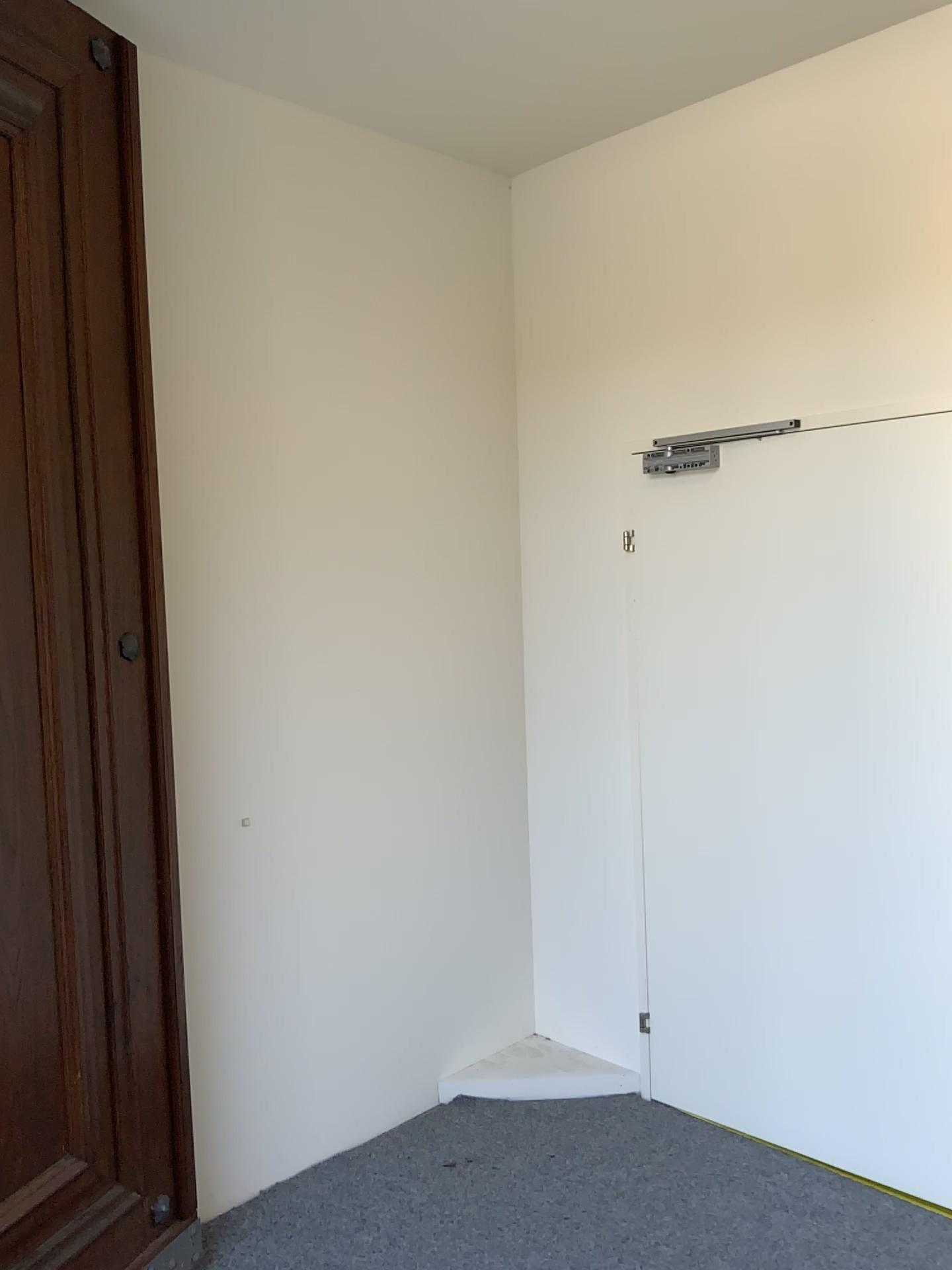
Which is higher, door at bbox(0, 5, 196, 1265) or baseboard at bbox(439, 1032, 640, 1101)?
door at bbox(0, 5, 196, 1265)

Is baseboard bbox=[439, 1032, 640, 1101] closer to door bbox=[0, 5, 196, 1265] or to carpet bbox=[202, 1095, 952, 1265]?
carpet bbox=[202, 1095, 952, 1265]

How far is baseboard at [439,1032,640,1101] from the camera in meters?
3.3

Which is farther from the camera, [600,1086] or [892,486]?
[600,1086]

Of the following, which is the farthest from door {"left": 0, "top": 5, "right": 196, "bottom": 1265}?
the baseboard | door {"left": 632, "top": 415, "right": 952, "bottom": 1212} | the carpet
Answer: door {"left": 632, "top": 415, "right": 952, "bottom": 1212}

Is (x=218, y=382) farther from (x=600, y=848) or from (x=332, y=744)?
(x=600, y=848)

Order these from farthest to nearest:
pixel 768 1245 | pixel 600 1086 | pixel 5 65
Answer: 1. pixel 600 1086
2. pixel 768 1245
3. pixel 5 65

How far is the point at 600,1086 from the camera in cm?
335

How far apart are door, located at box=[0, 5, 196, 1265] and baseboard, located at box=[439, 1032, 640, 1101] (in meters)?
1.03

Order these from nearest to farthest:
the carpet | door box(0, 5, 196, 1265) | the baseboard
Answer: door box(0, 5, 196, 1265), the carpet, the baseboard
